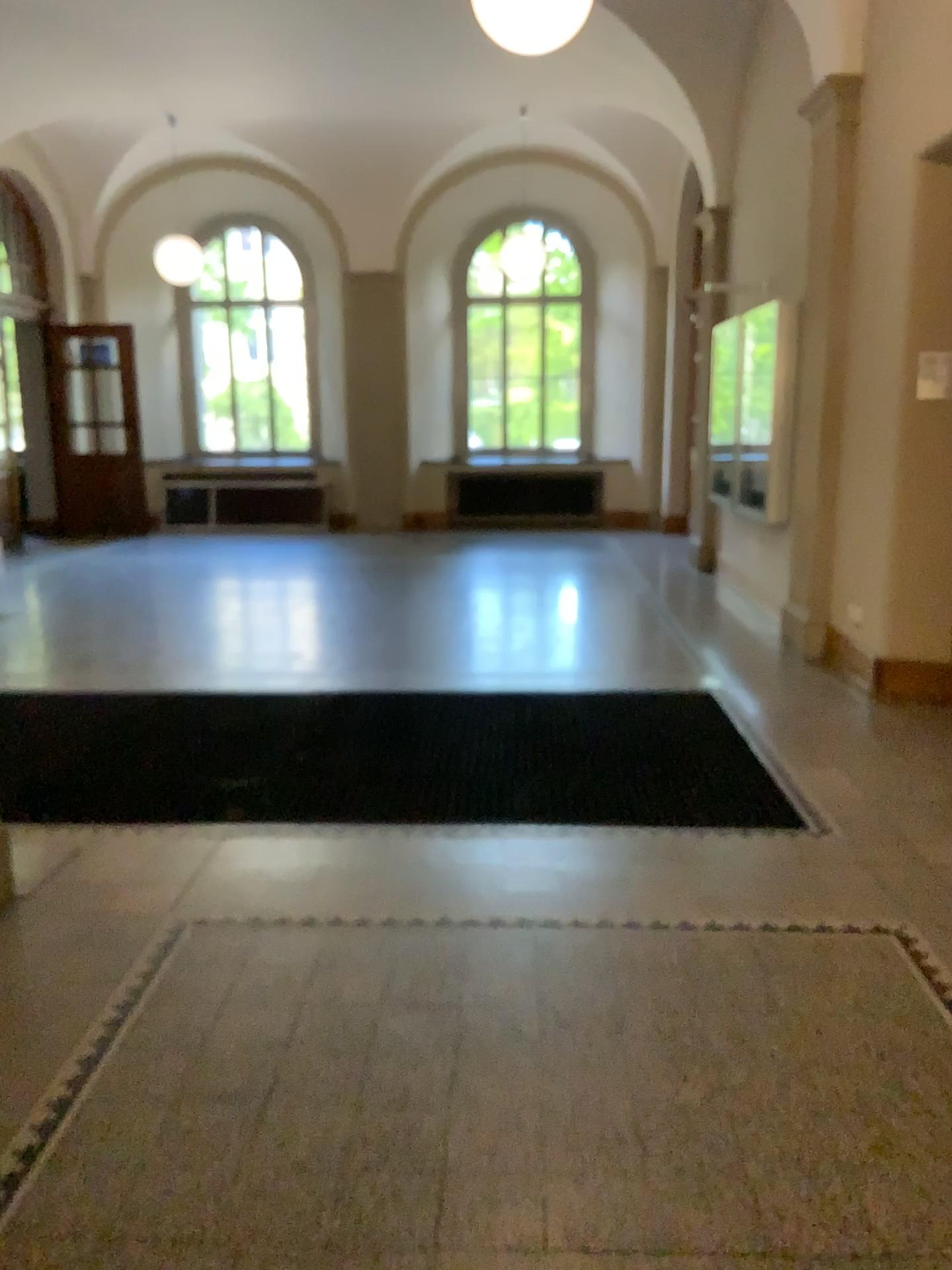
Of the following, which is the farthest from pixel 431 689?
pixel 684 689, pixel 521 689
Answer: pixel 684 689
